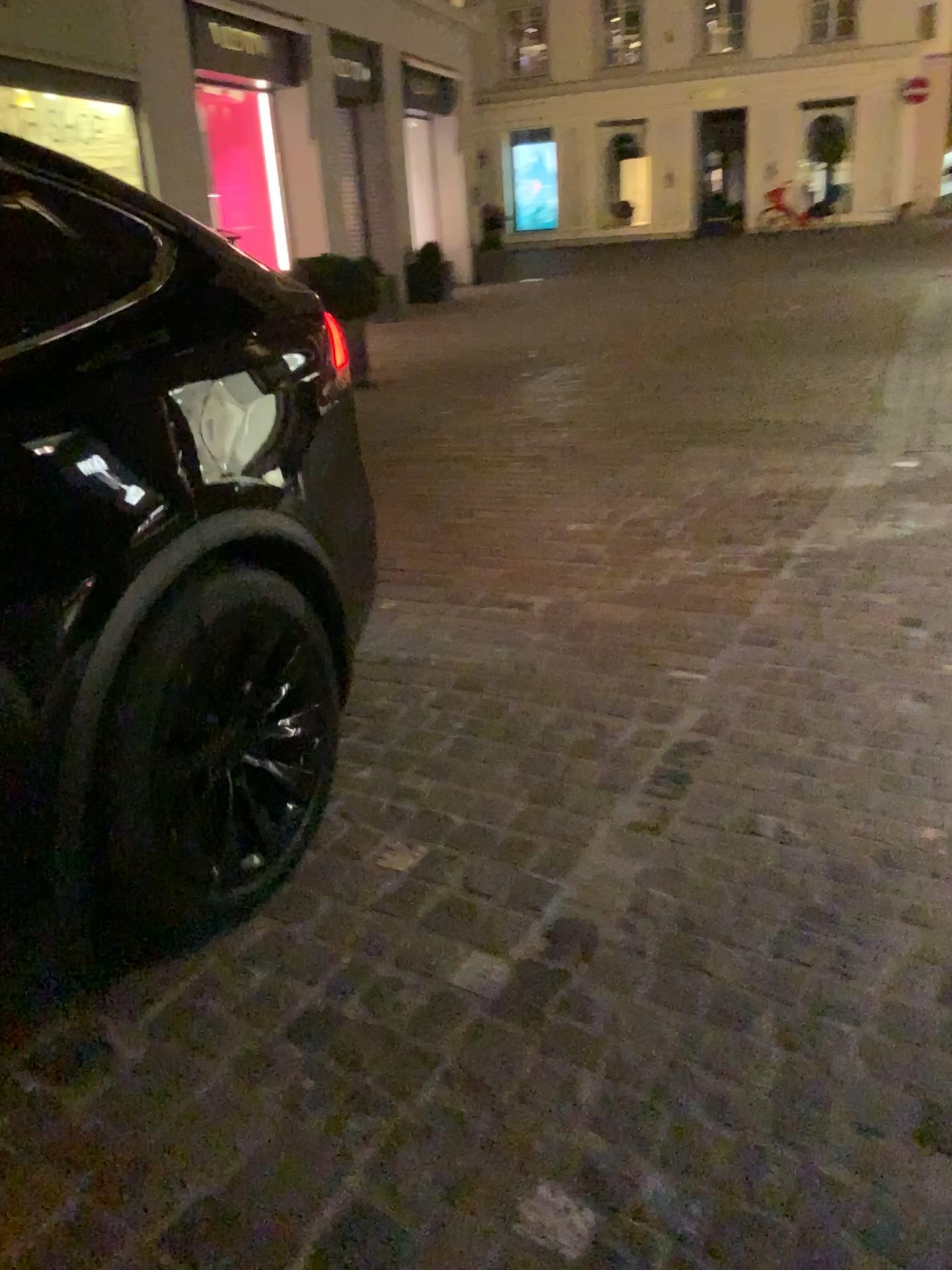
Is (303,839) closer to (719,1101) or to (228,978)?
(228,978)
